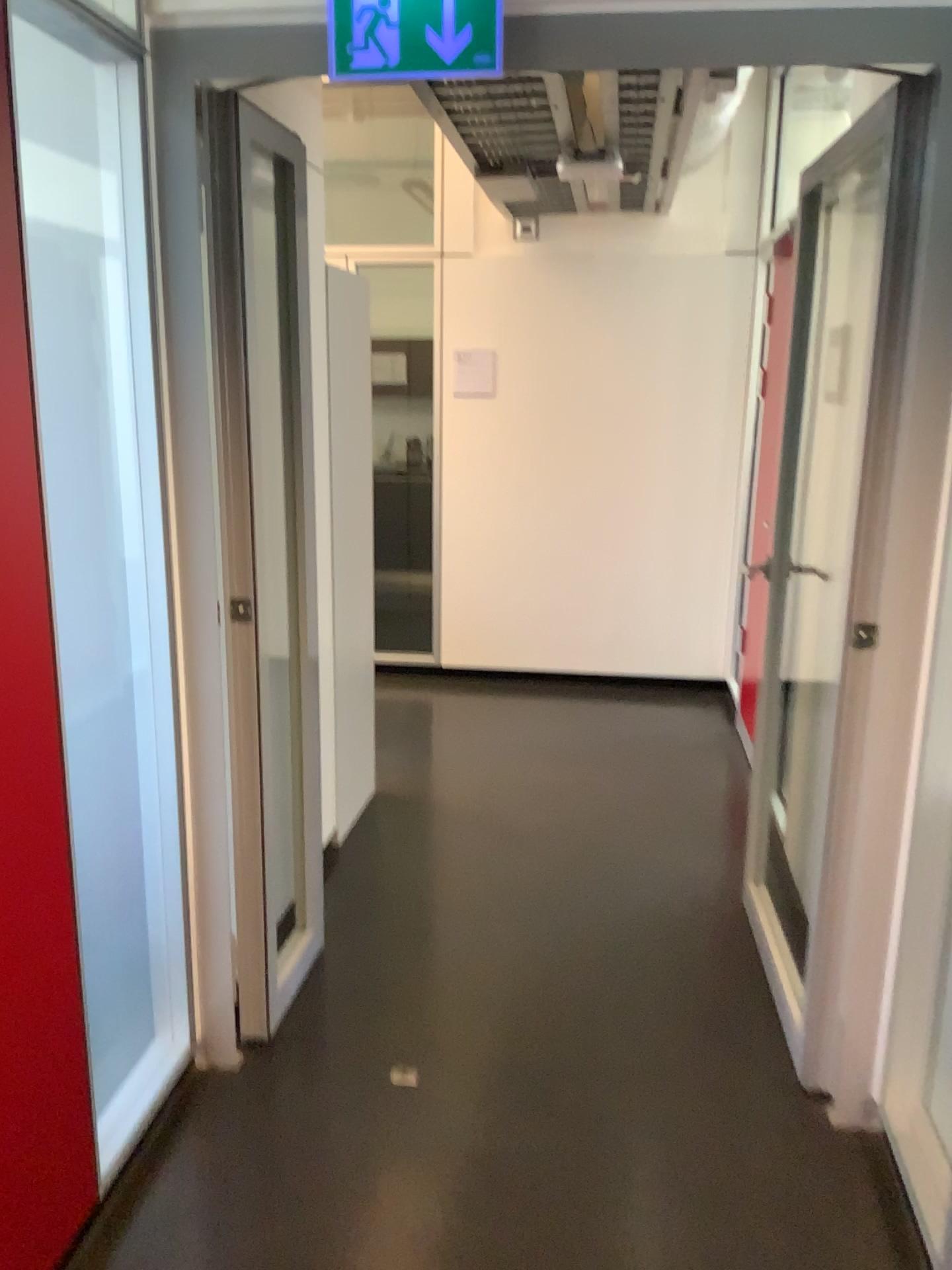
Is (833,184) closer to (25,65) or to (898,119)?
(898,119)

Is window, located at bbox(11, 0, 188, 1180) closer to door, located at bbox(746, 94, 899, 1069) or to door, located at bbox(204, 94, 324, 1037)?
door, located at bbox(204, 94, 324, 1037)

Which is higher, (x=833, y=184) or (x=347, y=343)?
(x=833, y=184)

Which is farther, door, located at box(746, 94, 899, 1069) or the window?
door, located at box(746, 94, 899, 1069)

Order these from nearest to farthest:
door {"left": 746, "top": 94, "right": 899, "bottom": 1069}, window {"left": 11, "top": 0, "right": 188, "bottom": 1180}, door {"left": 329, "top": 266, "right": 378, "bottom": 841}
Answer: window {"left": 11, "top": 0, "right": 188, "bottom": 1180}
door {"left": 746, "top": 94, "right": 899, "bottom": 1069}
door {"left": 329, "top": 266, "right": 378, "bottom": 841}

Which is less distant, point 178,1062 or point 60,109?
point 60,109

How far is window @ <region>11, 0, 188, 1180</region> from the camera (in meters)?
1.88

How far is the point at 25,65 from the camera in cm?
188

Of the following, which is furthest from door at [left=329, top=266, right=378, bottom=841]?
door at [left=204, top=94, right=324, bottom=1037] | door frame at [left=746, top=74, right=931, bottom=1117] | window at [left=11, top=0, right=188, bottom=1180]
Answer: door frame at [left=746, top=74, right=931, bottom=1117]

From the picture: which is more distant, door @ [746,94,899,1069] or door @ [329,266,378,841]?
door @ [329,266,378,841]
